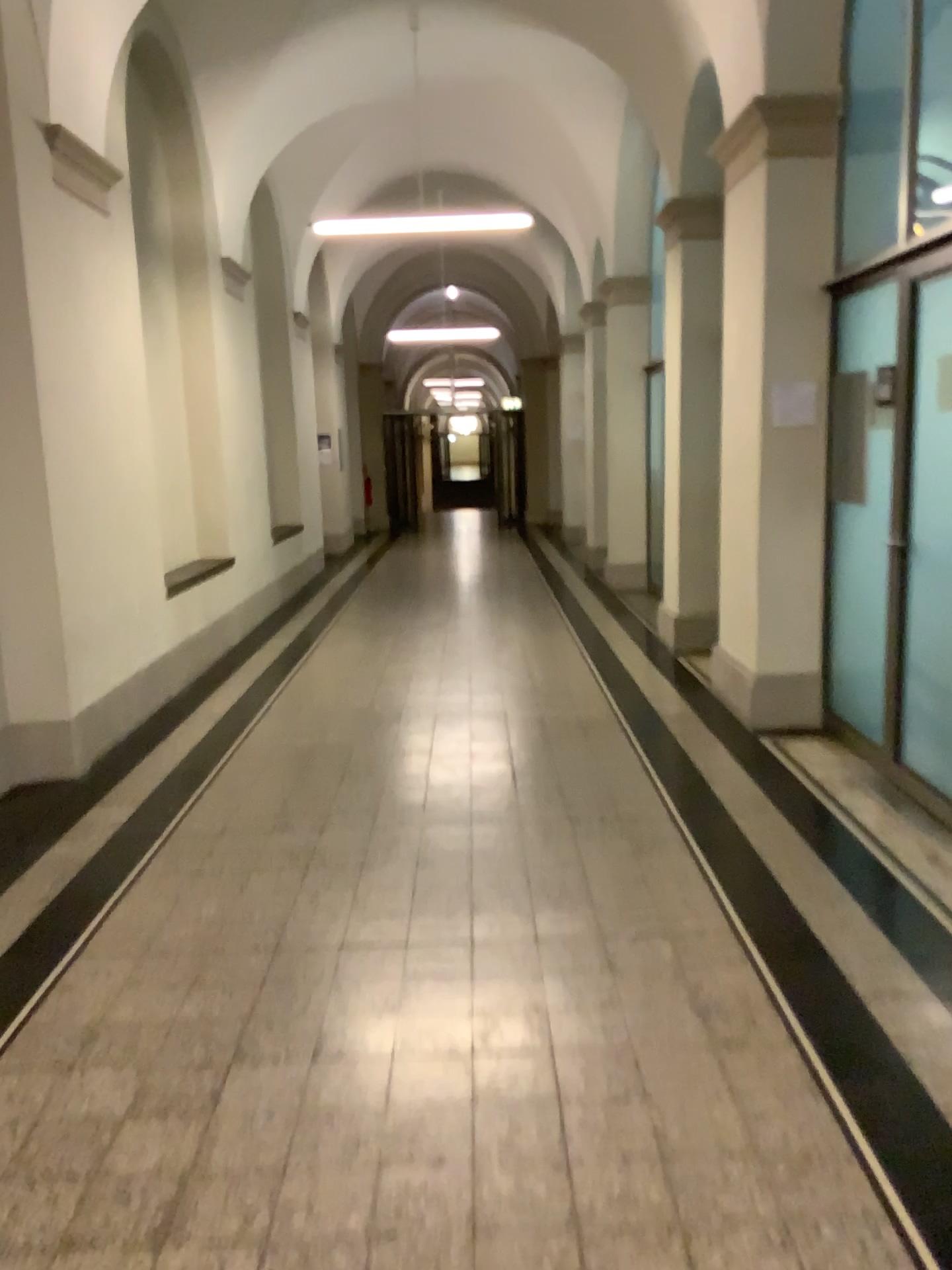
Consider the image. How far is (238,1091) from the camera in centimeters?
247cm
